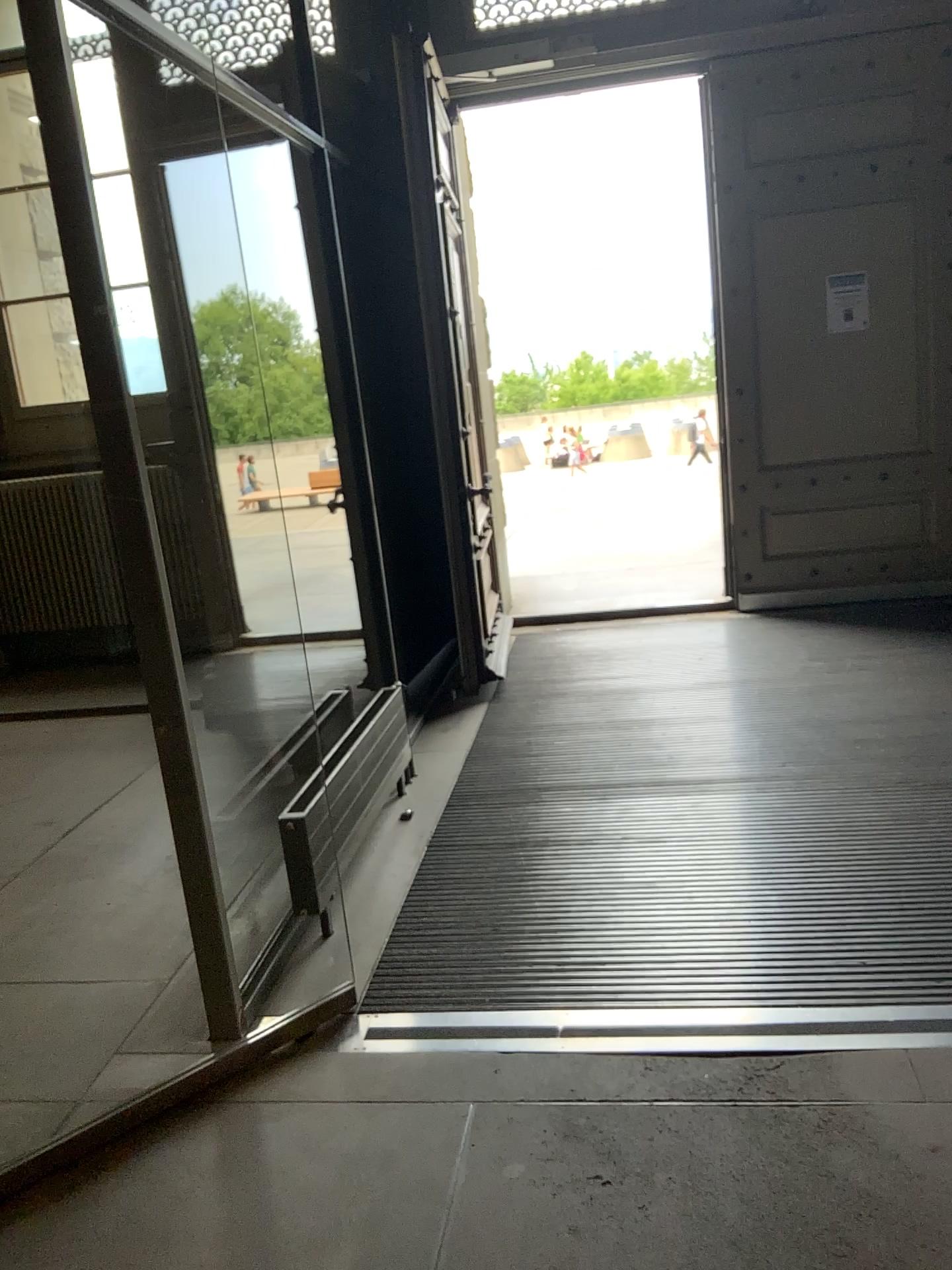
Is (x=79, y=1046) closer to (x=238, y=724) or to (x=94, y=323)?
(x=94, y=323)
